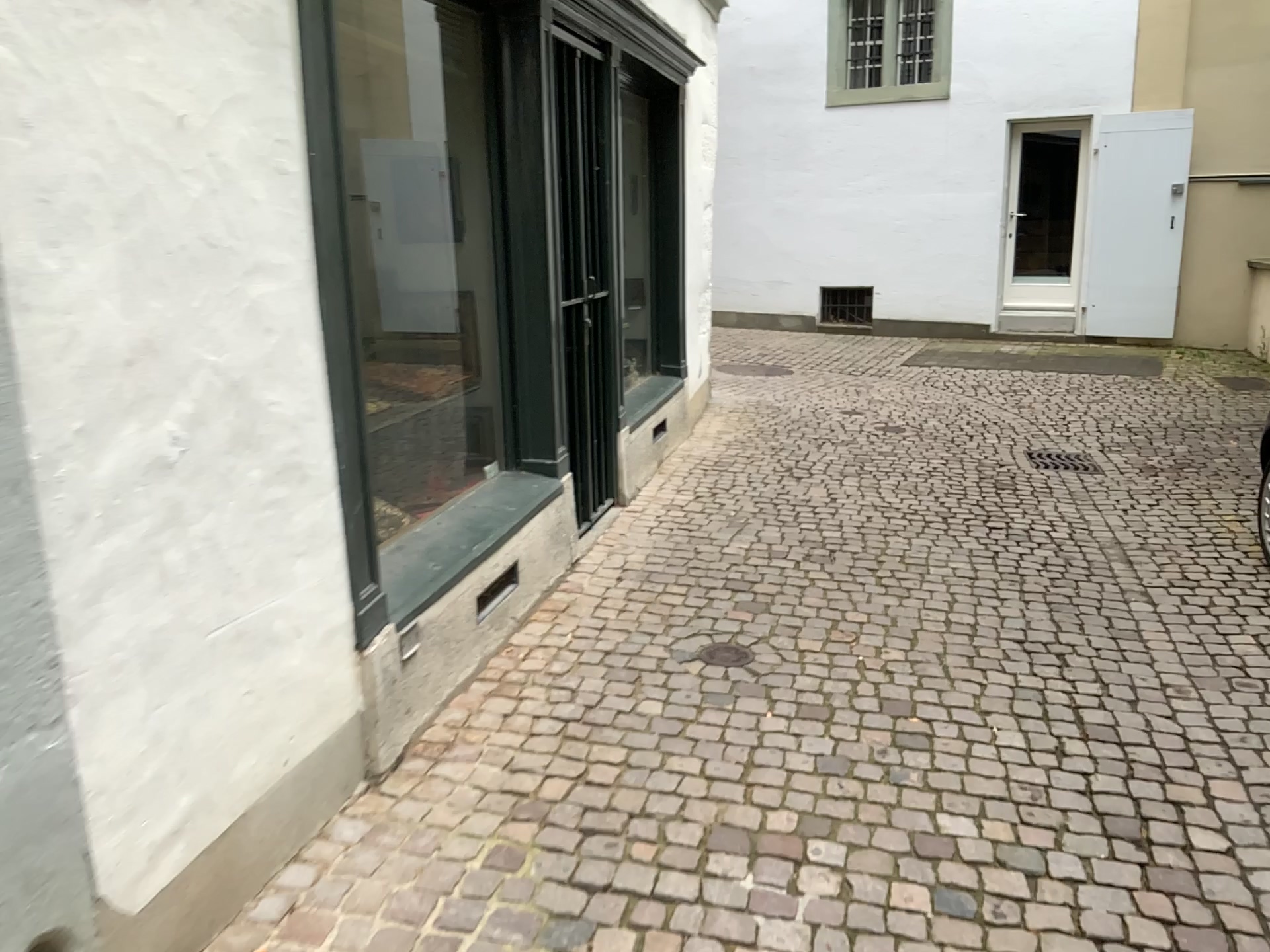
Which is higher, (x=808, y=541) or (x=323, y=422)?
(x=323, y=422)
